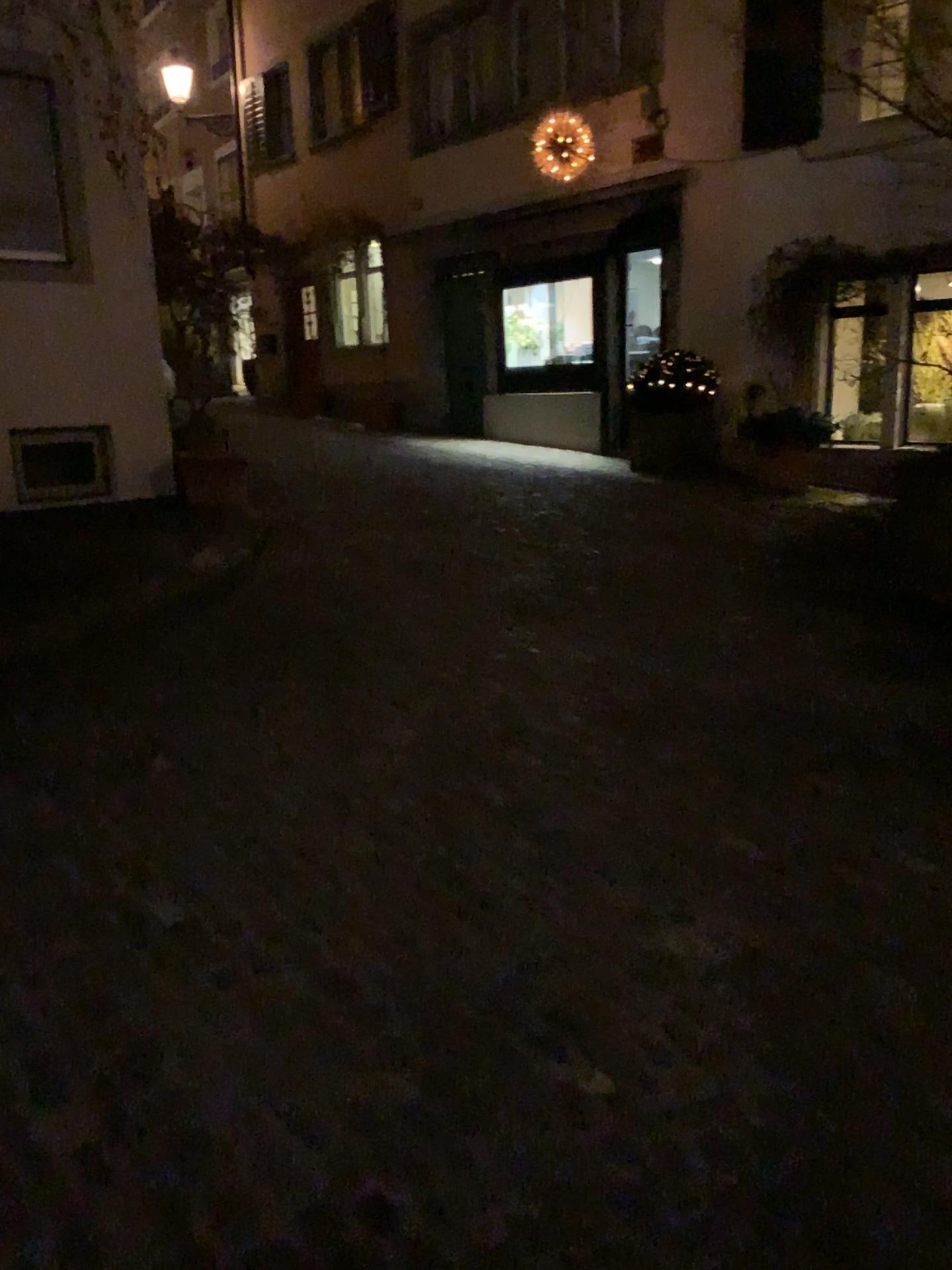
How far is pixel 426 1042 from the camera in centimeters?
208cm
